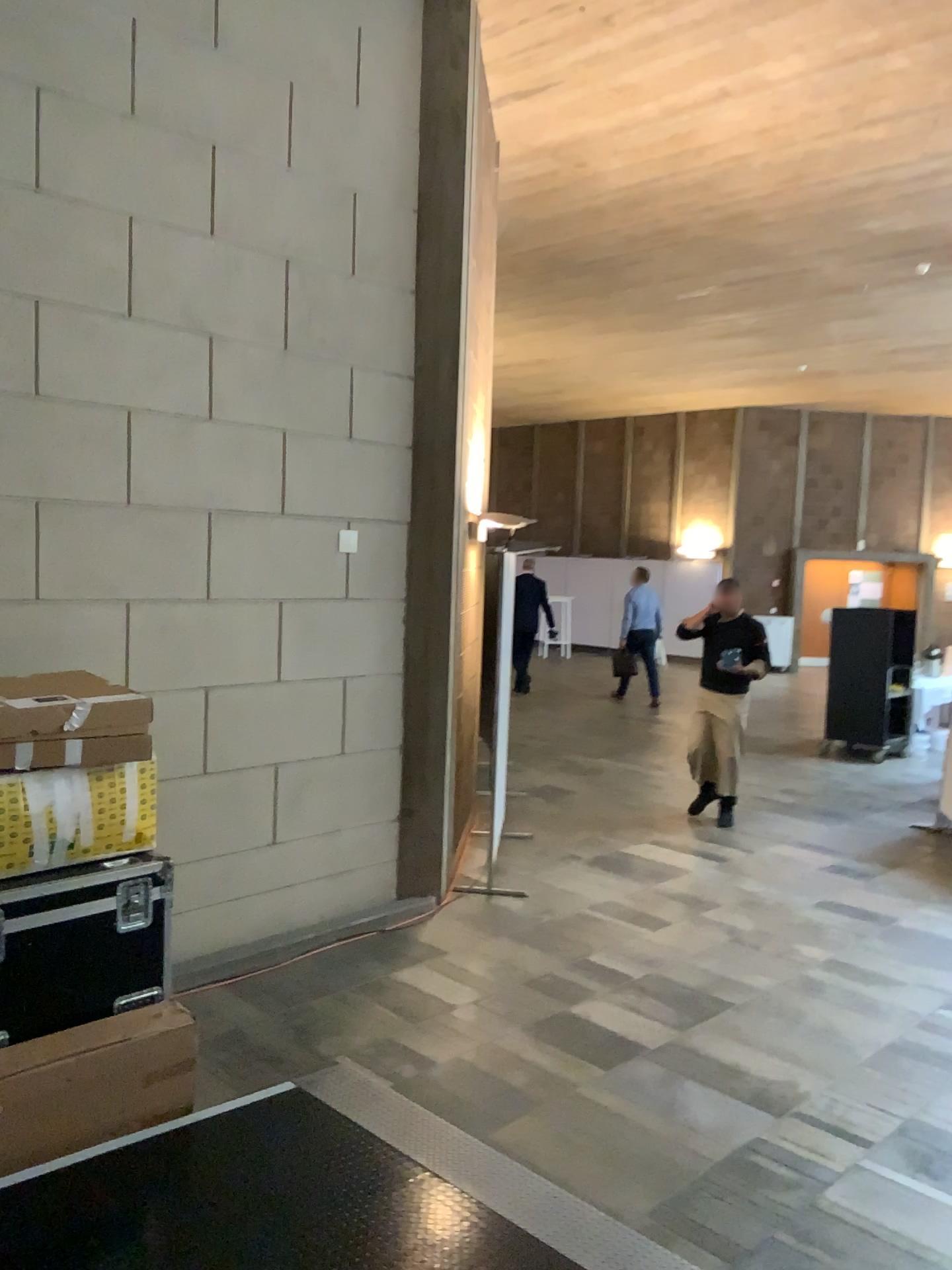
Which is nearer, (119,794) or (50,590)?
(119,794)

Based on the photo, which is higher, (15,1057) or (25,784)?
(25,784)

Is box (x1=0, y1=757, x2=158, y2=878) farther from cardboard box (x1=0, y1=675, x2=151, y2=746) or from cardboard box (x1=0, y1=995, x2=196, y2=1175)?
cardboard box (x1=0, y1=995, x2=196, y2=1175)

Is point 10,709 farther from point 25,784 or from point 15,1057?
point 15,1057

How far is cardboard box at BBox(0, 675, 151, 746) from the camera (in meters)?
3.37

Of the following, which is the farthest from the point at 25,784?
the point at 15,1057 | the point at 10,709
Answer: the point at 15,1057

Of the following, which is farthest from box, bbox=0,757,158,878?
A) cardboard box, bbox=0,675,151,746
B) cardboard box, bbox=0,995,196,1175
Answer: cardboard box, bbox=0,995,196,1175

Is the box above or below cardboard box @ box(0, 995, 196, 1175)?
above

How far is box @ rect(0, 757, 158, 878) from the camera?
3.39m
